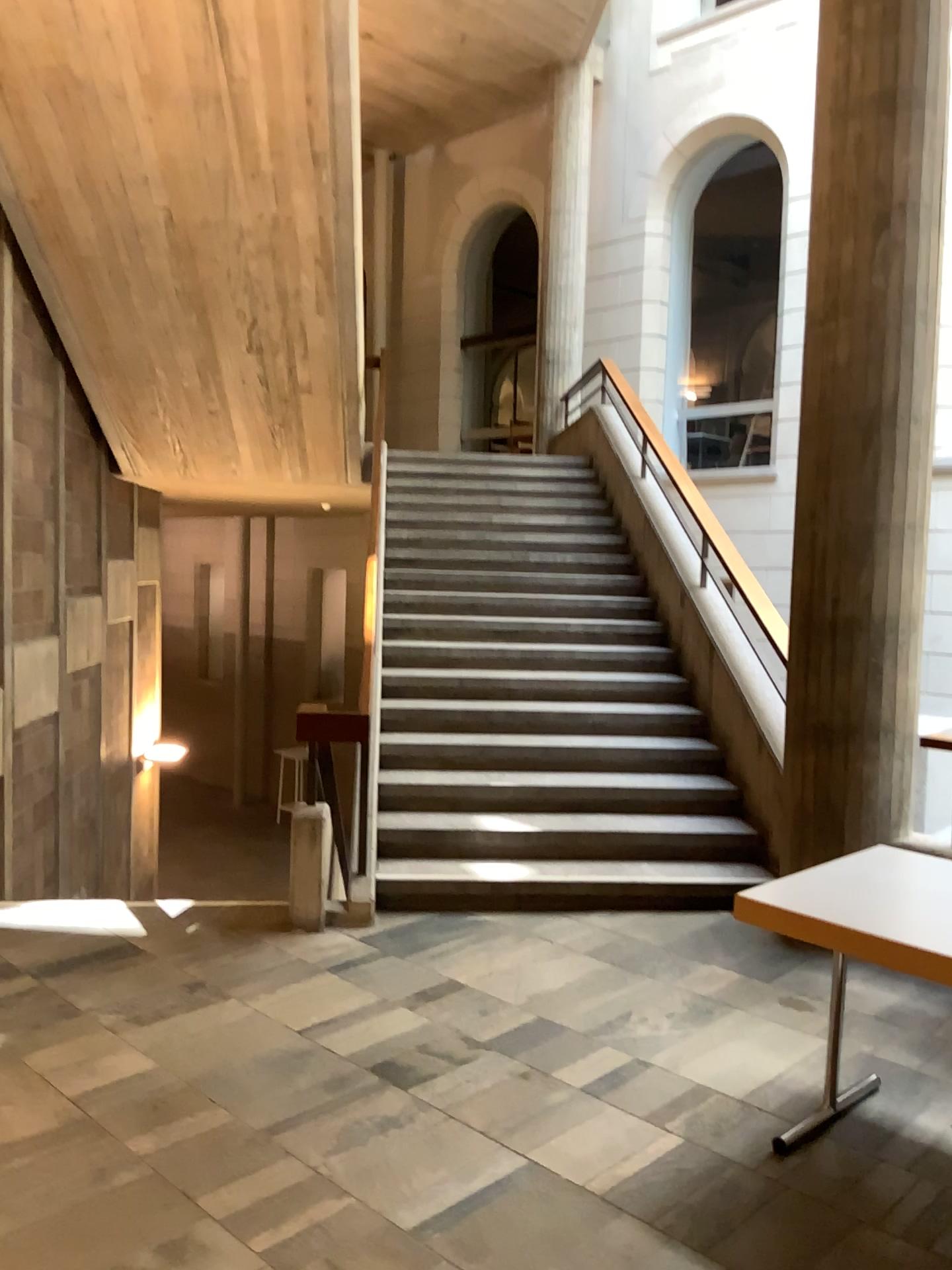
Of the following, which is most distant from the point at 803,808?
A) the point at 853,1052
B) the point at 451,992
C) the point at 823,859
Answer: the point at 451,992

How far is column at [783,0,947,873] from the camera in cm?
423

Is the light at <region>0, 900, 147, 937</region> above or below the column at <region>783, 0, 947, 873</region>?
below

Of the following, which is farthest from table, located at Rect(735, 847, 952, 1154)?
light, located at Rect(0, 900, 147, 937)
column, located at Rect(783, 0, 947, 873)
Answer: light, located at Rect(0, 900, 147, 937)

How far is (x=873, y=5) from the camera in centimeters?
423cm

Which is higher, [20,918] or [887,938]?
[887,938]

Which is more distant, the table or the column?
the column

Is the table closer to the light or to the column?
the column

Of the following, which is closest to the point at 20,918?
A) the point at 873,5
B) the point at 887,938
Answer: the point at 887,938
